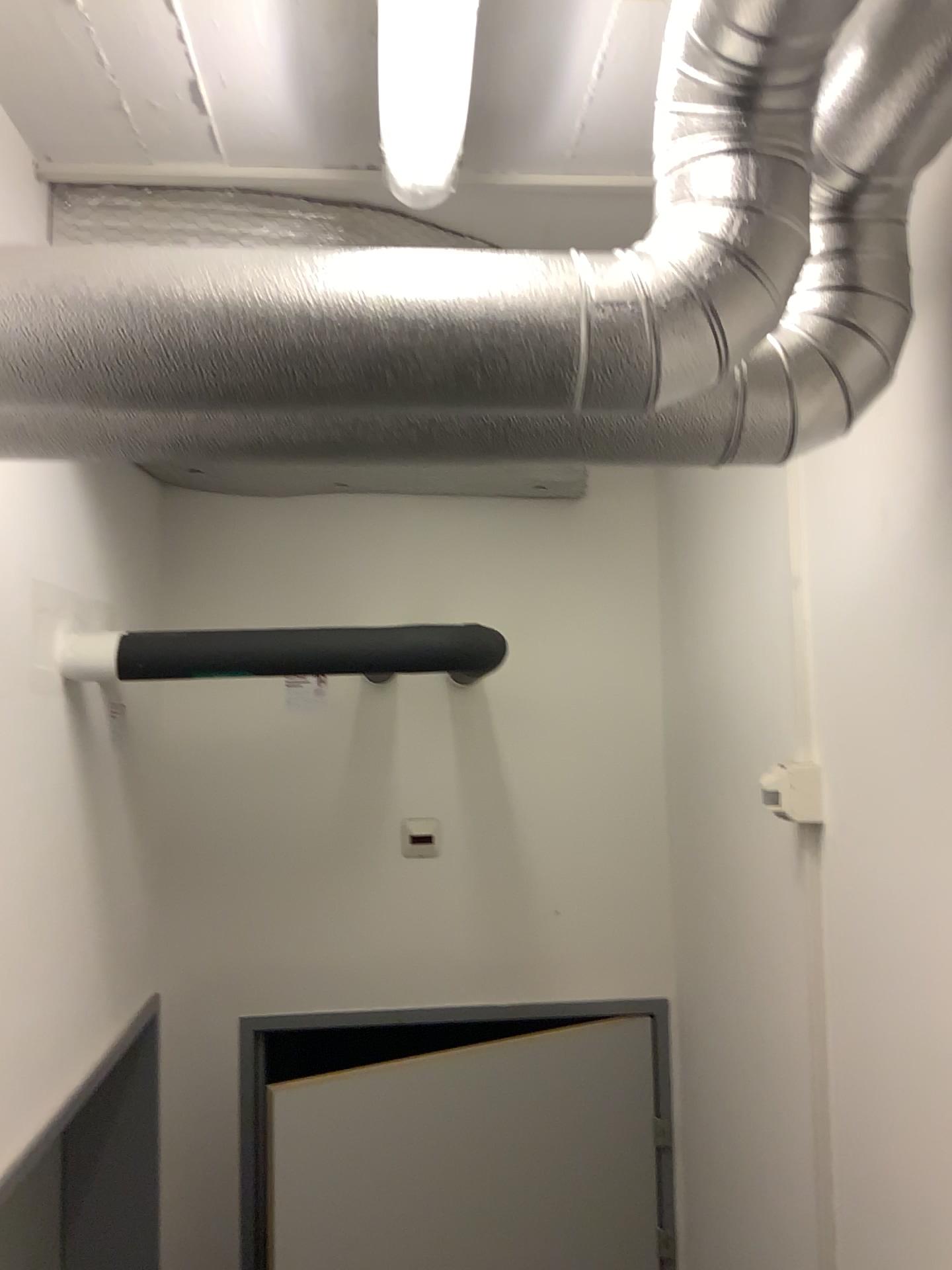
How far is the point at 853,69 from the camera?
1.0m

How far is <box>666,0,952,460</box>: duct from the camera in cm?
99

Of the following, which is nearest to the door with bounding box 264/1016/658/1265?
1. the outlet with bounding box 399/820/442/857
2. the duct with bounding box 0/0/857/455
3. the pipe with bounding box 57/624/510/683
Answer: the outlet with bounding box 399/820/442/857

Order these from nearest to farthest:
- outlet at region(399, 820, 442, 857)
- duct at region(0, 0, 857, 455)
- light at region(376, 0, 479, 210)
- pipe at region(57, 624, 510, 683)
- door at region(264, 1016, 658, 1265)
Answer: duct at region(0, 0, 857, 455), light at region(376, 0, 479, 210), pipe at region(57, 624, 510, 683), door at region(264, 1016, 658, 1265), outlet at region(399, 820, 442, 857)

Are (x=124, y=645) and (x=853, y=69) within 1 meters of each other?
no

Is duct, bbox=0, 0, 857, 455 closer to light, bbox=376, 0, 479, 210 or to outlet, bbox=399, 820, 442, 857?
light, bbox=376, 0, 479, 210

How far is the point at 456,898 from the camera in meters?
2.5

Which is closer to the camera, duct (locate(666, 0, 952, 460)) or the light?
duct (locate(666, 0, 952, 460))

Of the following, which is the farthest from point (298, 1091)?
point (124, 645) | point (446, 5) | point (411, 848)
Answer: point (446, 5)

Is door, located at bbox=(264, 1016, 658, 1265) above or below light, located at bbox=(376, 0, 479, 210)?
below
